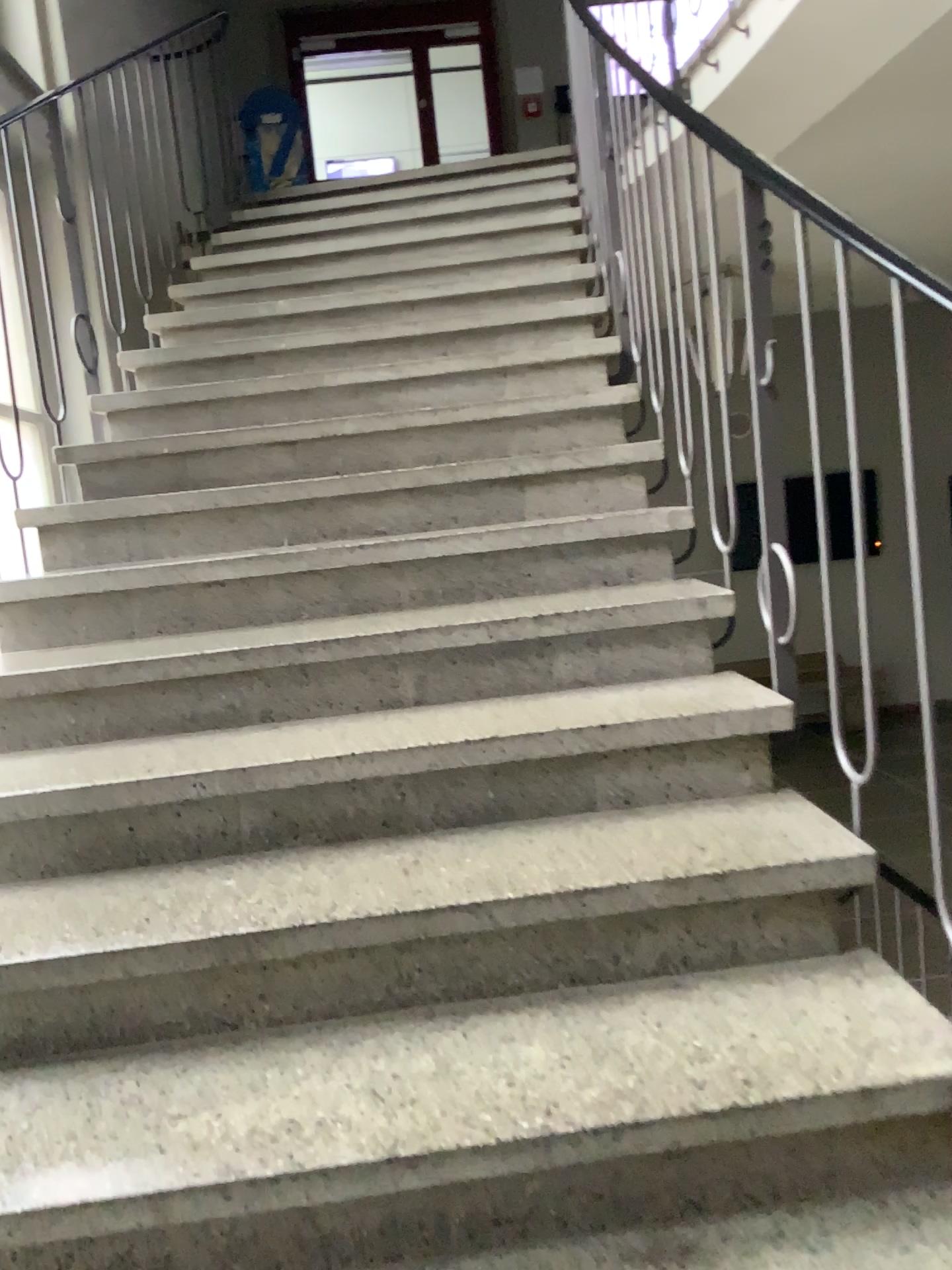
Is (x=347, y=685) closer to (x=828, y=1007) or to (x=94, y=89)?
(x=828, y=1007)

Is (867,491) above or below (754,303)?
below
